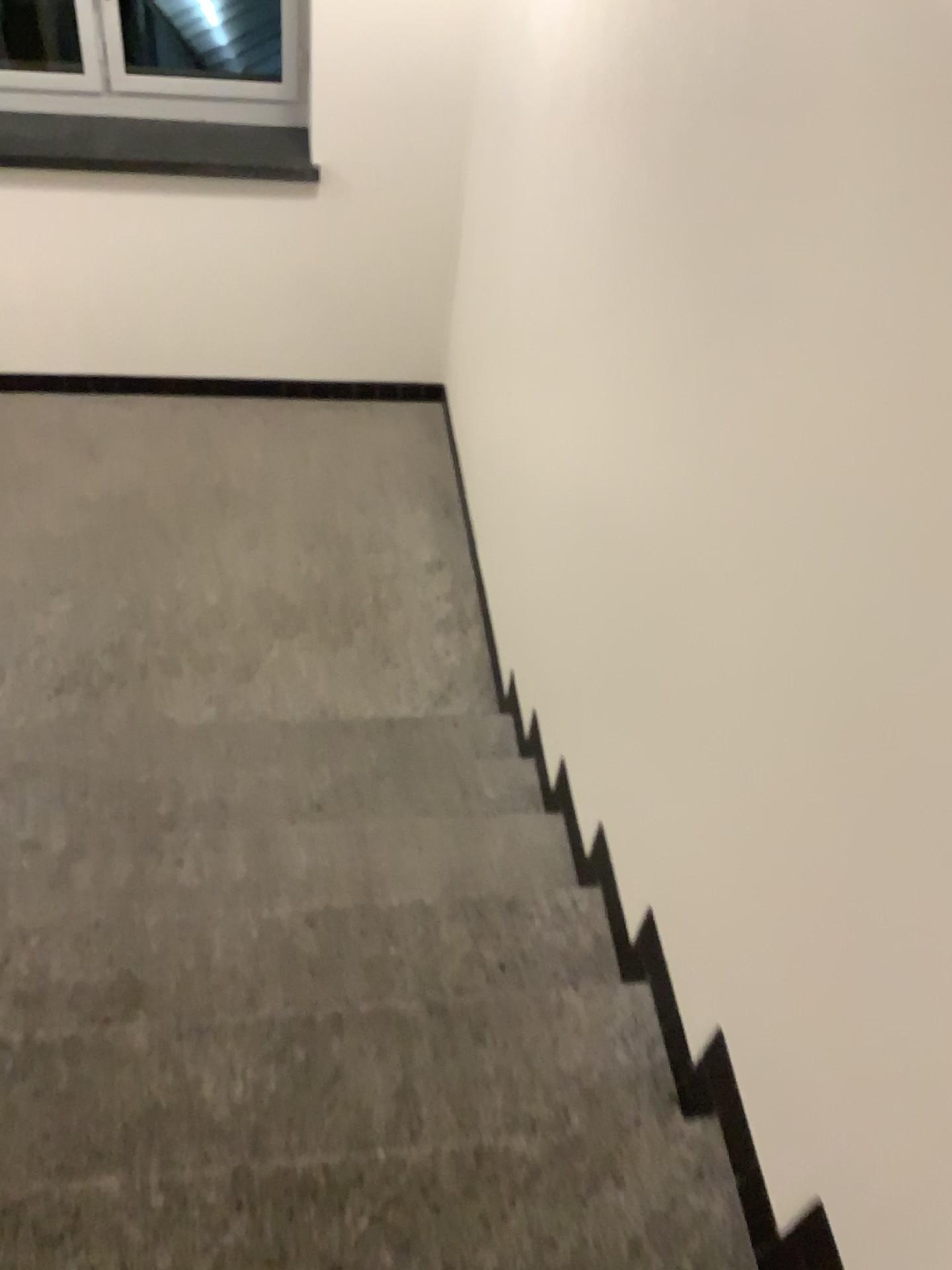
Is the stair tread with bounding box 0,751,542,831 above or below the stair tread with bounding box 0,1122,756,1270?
below

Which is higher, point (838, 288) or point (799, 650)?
point (838, 288)

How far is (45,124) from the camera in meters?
3.8

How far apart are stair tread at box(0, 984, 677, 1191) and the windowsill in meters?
3.1 m

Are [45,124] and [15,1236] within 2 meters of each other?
no

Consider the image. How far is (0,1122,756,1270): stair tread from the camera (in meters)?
1.45

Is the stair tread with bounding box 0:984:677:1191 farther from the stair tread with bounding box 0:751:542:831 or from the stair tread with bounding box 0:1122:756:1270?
the stair tread with bounding box 0:751:542:831

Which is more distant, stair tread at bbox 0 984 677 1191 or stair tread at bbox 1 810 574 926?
stair tread at bbox 1 810 574 926

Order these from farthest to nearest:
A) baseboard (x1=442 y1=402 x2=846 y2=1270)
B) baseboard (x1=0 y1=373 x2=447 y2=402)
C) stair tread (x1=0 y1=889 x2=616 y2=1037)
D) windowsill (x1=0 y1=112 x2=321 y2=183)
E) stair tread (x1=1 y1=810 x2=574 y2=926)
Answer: baseboard (x1=0 y1=373 x2=447 y2=402)
windowsill (x1=0 y1=112 x2=321 y2=183)
stair tread (x1=1 y1=810 x2=574 y2=926)
stair tread (x1=0 y1=889 x2=616 y2=1037)
baseboard (x1=442 y1=402 x2=846 y2=1270)

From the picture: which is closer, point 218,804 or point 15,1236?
point 15,1236
